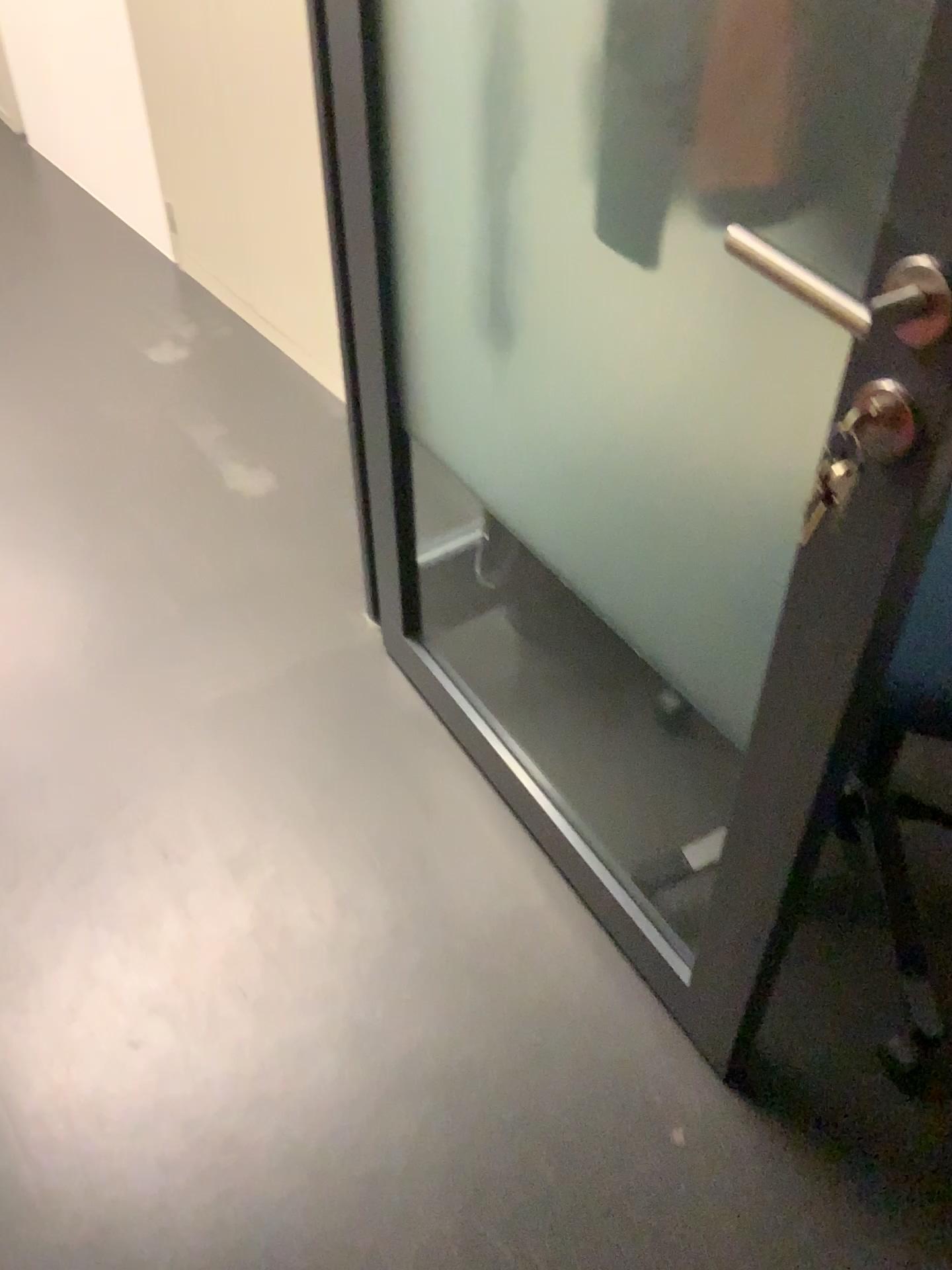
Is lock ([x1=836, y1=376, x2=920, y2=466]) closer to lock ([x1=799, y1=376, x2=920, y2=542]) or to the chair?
lock ([x1=799, y1=376, x2=920, y2=542])

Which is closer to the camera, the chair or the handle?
the handle

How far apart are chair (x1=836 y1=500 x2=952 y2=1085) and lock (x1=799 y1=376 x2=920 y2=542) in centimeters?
34cm

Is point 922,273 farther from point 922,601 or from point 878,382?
point 922,601

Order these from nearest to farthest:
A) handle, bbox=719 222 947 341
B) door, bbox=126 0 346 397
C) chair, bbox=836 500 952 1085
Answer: handle, bbox=719 222 947 341 < chair, bbox=836 500 952 1085 < door, bbox=126 0 346 397

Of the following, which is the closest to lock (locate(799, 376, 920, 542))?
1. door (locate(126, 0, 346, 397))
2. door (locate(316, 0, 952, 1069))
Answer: door (locate(316, 0, 952, 1069))

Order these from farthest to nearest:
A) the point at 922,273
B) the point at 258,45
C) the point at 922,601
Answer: the point at 258,45
the point at 922,601
the point at 922,273

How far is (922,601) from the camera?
1.1m

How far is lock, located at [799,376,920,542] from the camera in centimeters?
71cm

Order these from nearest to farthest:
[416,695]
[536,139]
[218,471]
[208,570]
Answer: [536,139] → [416,695] → [208,570] → [218,471]
